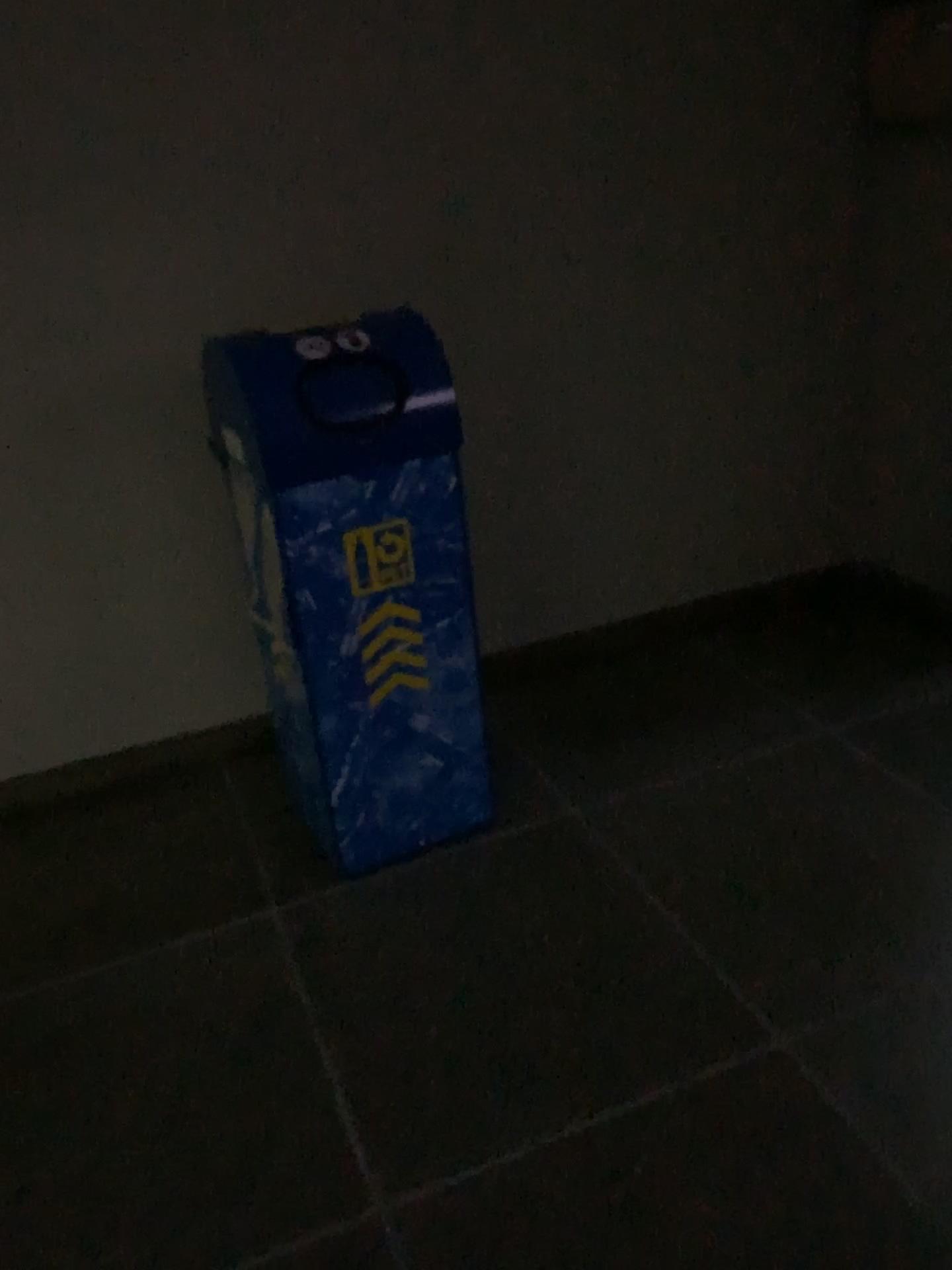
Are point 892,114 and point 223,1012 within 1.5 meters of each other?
no

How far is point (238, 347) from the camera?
1.8 meters

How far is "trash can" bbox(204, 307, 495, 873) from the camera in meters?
1.8 m
